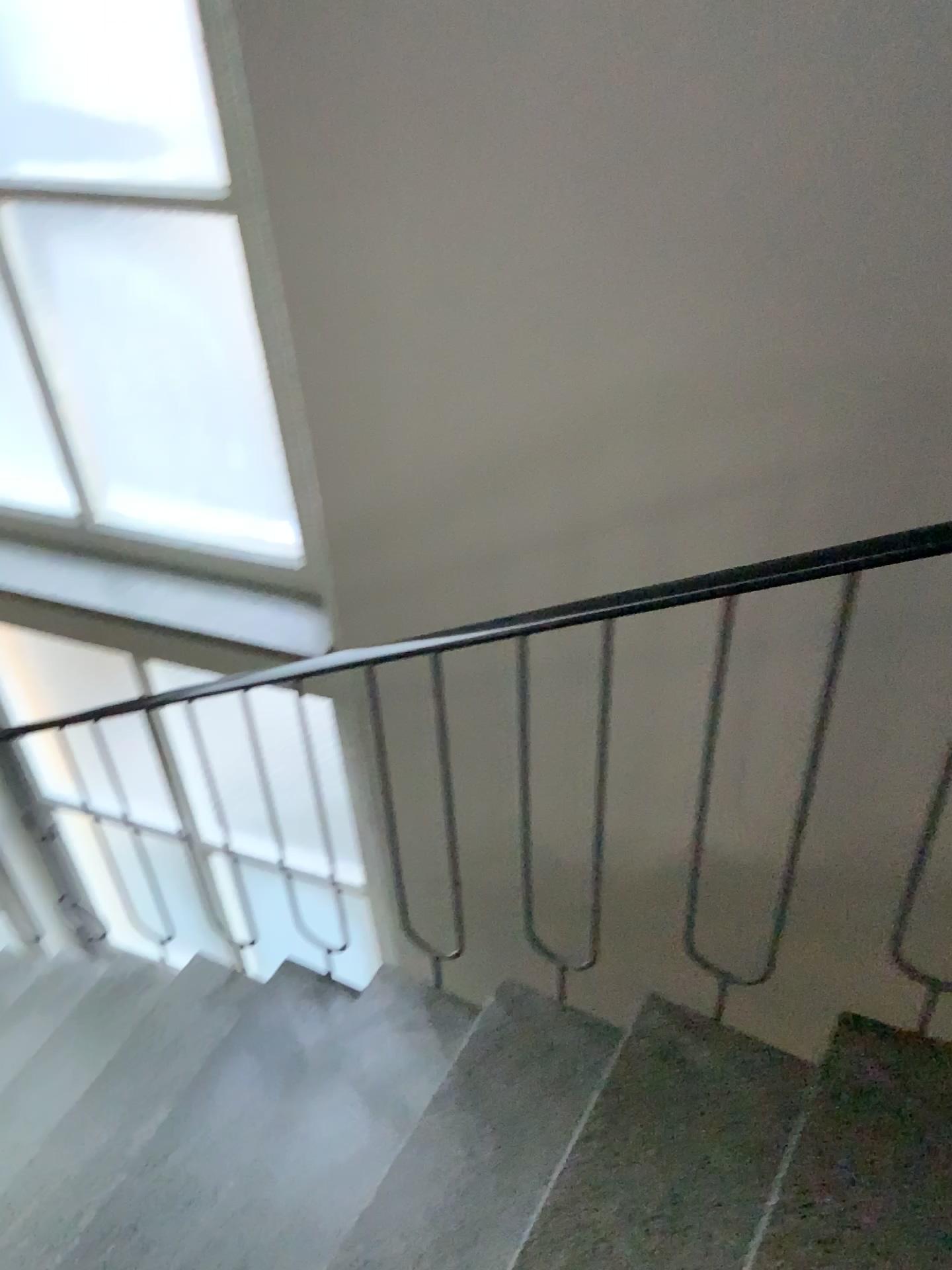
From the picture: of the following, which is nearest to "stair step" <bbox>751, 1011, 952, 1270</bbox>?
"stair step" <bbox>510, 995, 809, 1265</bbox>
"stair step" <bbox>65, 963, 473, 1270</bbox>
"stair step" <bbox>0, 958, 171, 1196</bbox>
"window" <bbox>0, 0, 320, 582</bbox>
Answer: "stair step" <bbox>510, 995, 809, 1265</bbox>

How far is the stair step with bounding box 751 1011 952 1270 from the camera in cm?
136

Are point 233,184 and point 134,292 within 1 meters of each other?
yes

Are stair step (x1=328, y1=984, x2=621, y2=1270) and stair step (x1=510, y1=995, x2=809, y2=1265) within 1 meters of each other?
yes

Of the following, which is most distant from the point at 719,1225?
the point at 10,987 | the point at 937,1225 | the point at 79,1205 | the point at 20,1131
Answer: the point at 10,987

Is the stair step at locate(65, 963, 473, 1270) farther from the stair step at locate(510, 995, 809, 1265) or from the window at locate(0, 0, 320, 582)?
the window at locate(0, 0, 320, 582)

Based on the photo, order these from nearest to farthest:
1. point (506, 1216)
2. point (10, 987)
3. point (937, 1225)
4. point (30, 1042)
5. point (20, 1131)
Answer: point (937, 1225) < point (506, 1216) < point (20, 1131) < point (30, 1042) < point (10, 987)

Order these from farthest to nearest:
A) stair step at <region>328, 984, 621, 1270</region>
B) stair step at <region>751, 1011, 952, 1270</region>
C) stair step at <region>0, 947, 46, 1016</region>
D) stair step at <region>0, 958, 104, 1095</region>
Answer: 1. stair step at <region>0, 947, 46, 1016</region>
2. stair step at <region>0, 958, 104, 1095</region>
3. stair step at <region>328, 984, 621, 1270</region>
4. stair step at <region>751, 1011, 952, 1270</region>

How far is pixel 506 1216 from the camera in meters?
1.7 m

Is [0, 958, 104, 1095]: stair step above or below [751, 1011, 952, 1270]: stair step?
below
